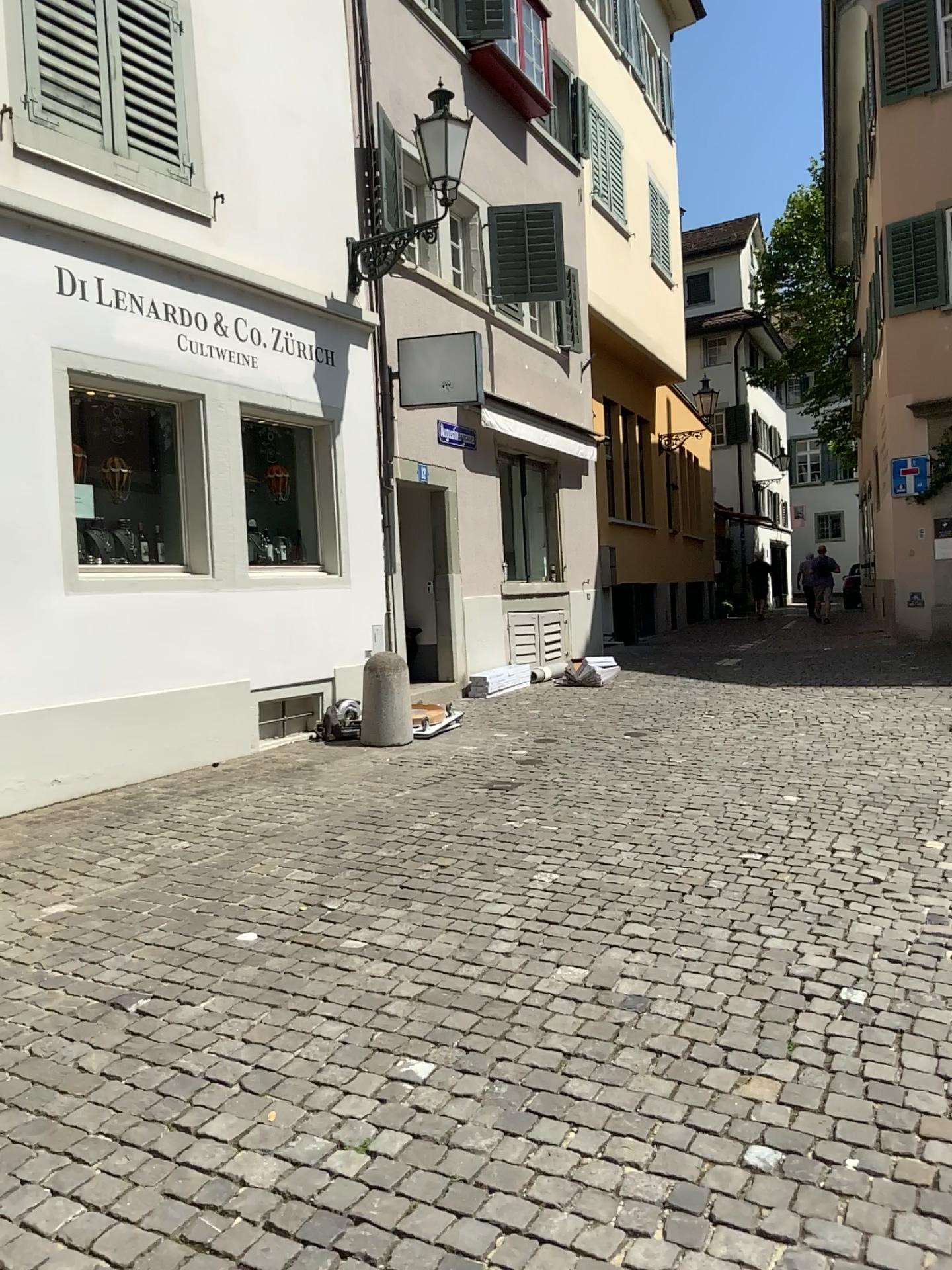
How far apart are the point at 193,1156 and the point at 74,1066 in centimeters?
66cm
